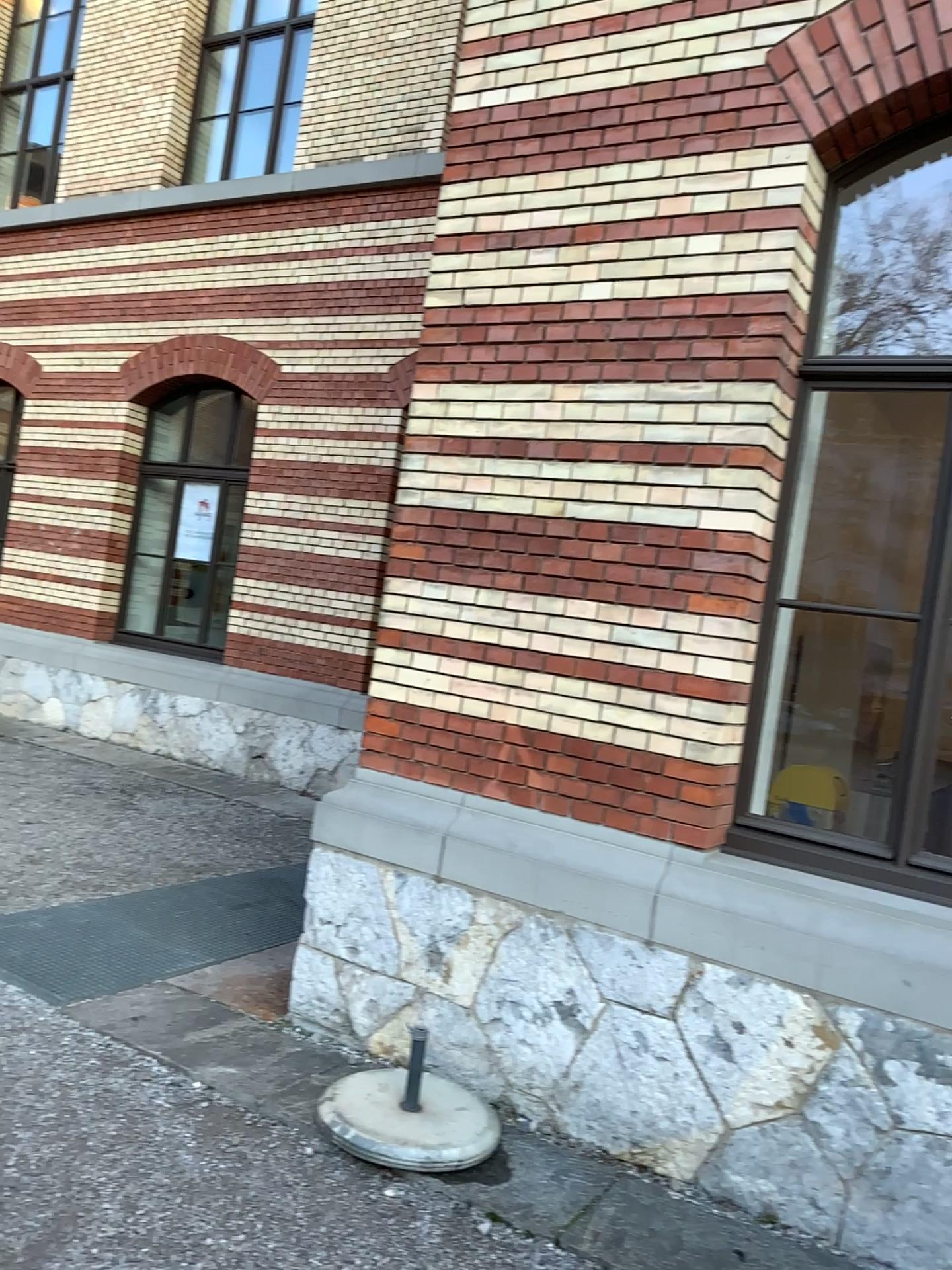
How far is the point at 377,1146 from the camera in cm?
313

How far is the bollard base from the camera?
3.13m

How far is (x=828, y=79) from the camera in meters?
3.5 m
